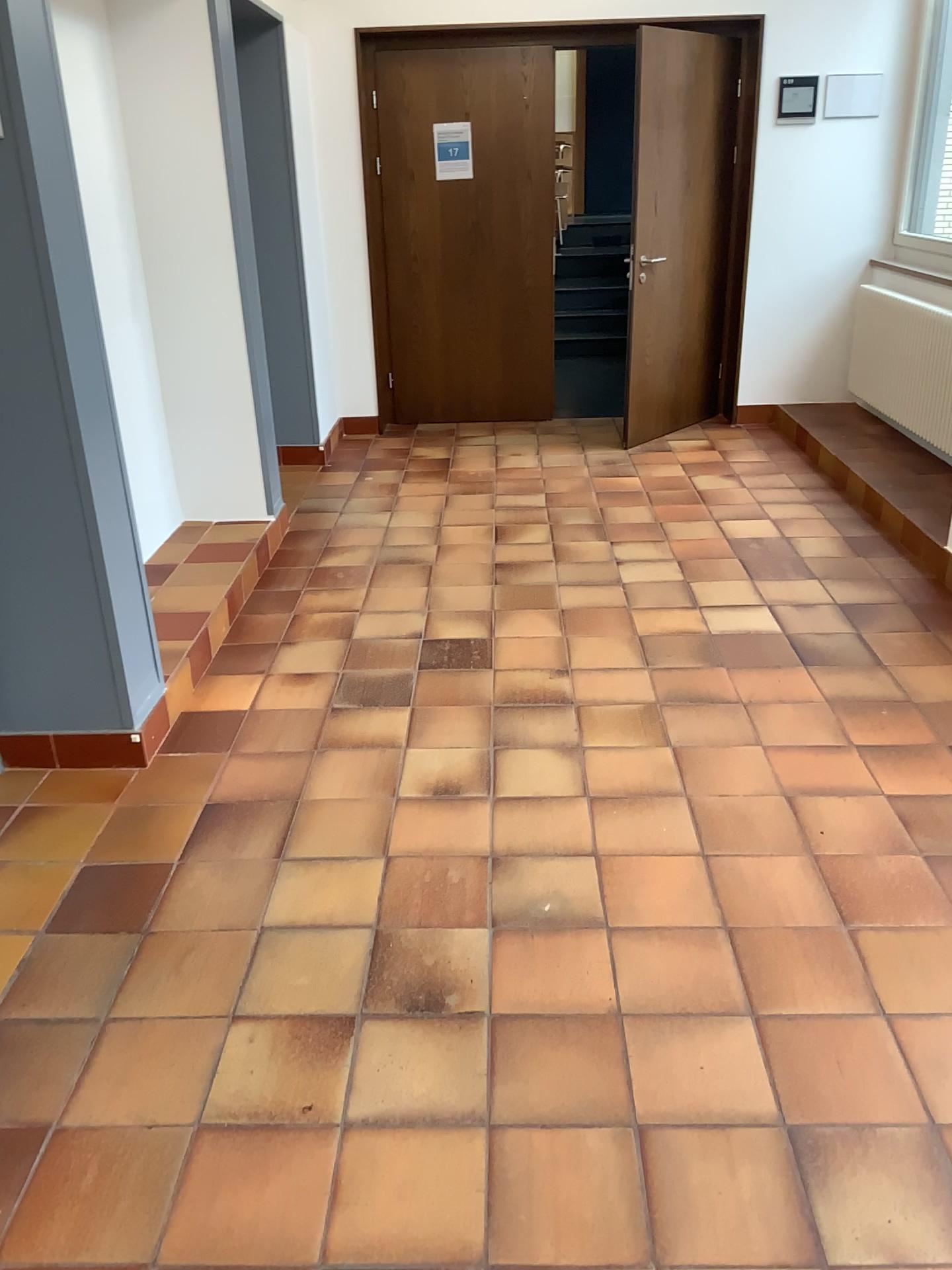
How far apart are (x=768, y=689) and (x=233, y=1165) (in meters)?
2.10
